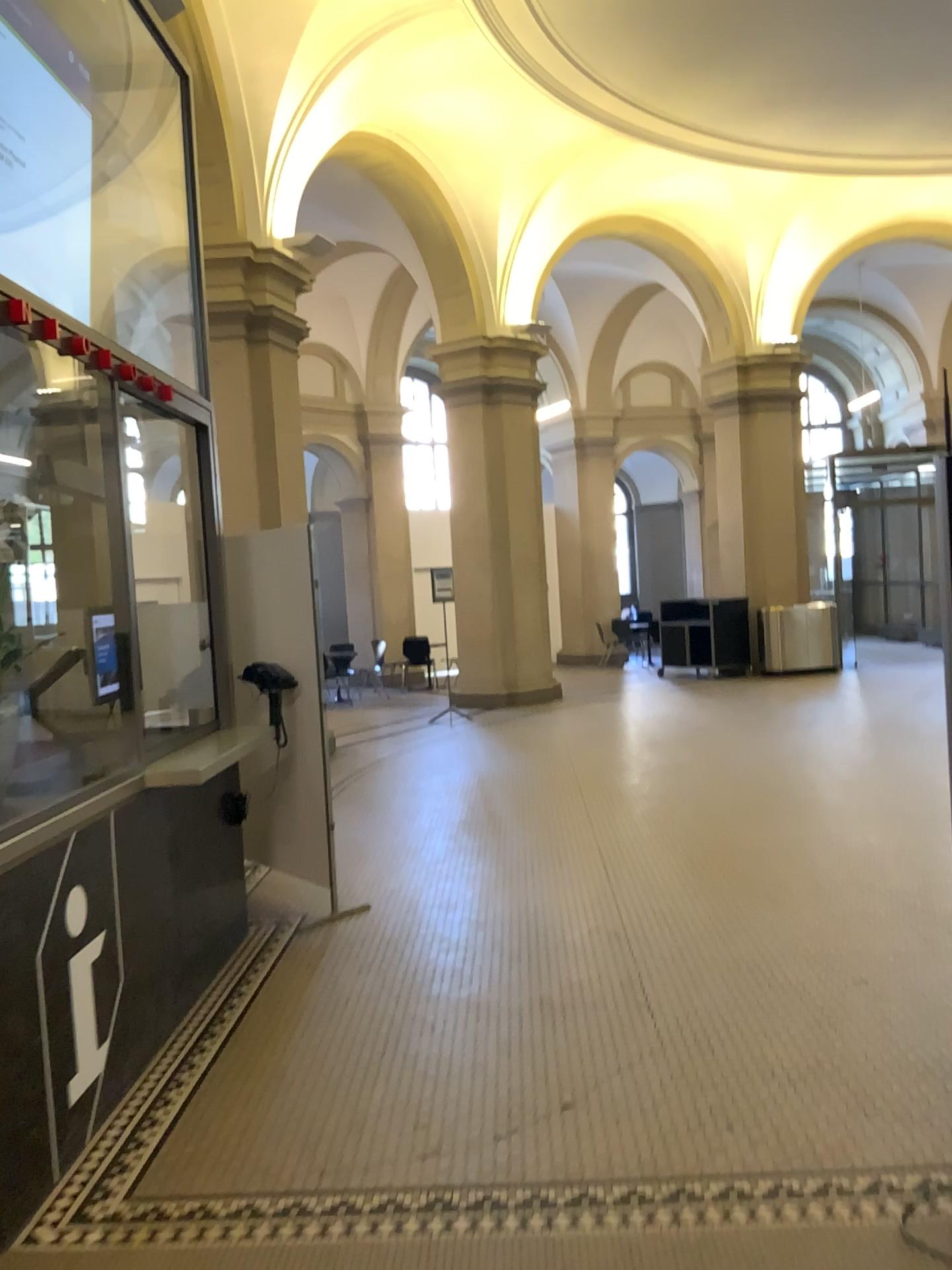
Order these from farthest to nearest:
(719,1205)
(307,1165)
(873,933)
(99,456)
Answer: (873,933), (99,456), (307,1165), (719,1205)
